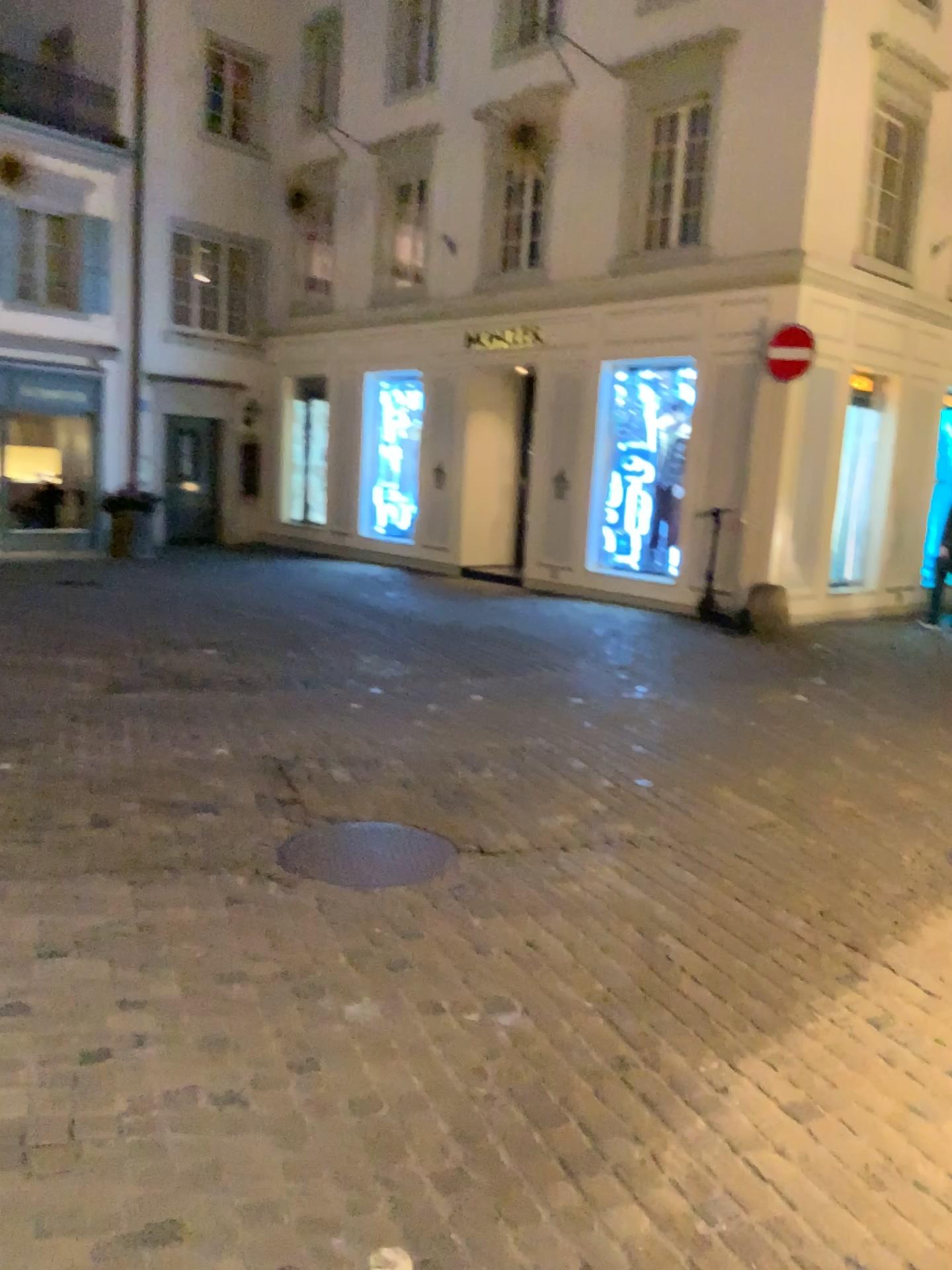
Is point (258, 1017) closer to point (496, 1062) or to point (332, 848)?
point (496, 1062)
